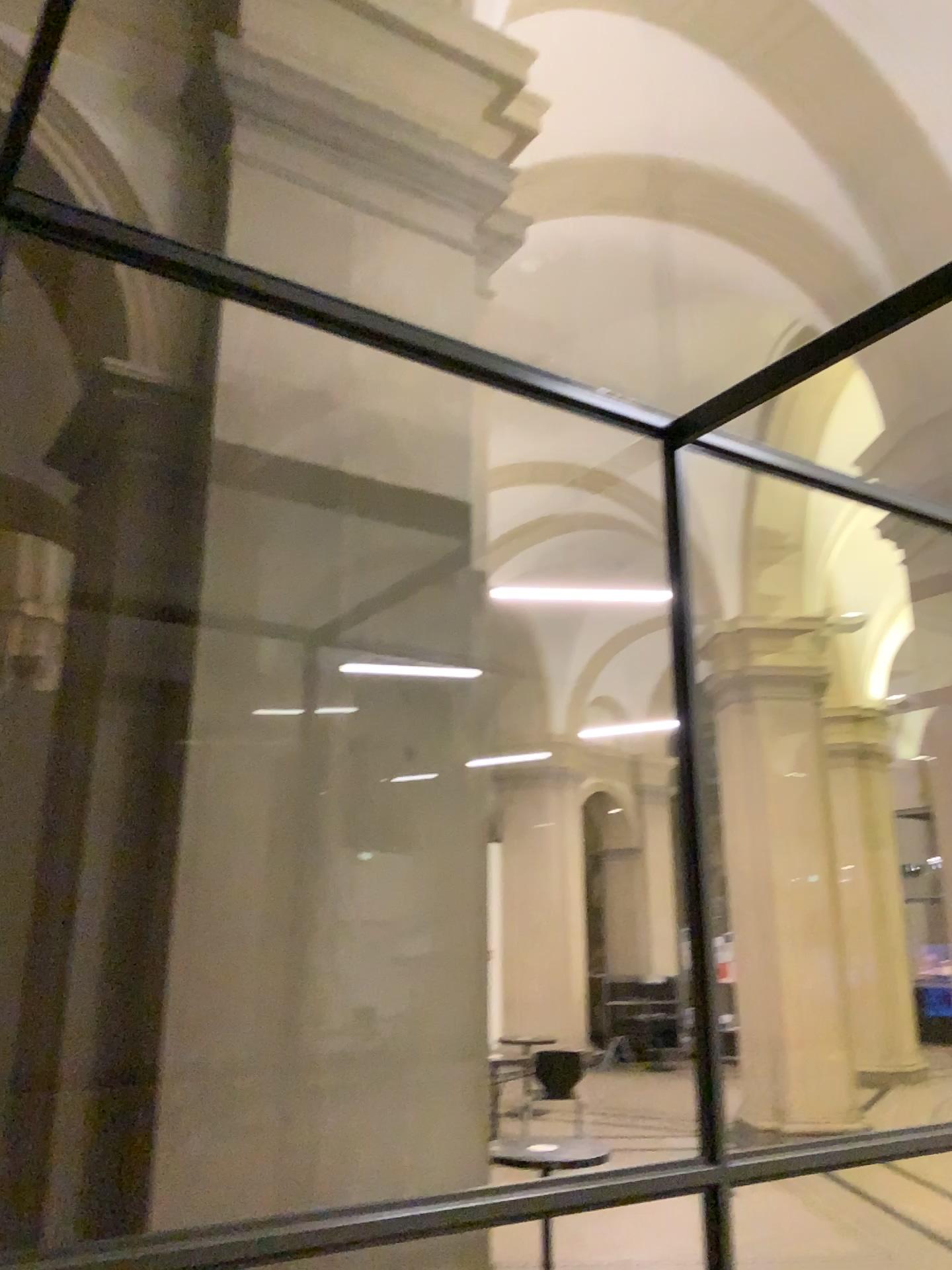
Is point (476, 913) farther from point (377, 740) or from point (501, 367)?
point (501, 367)
